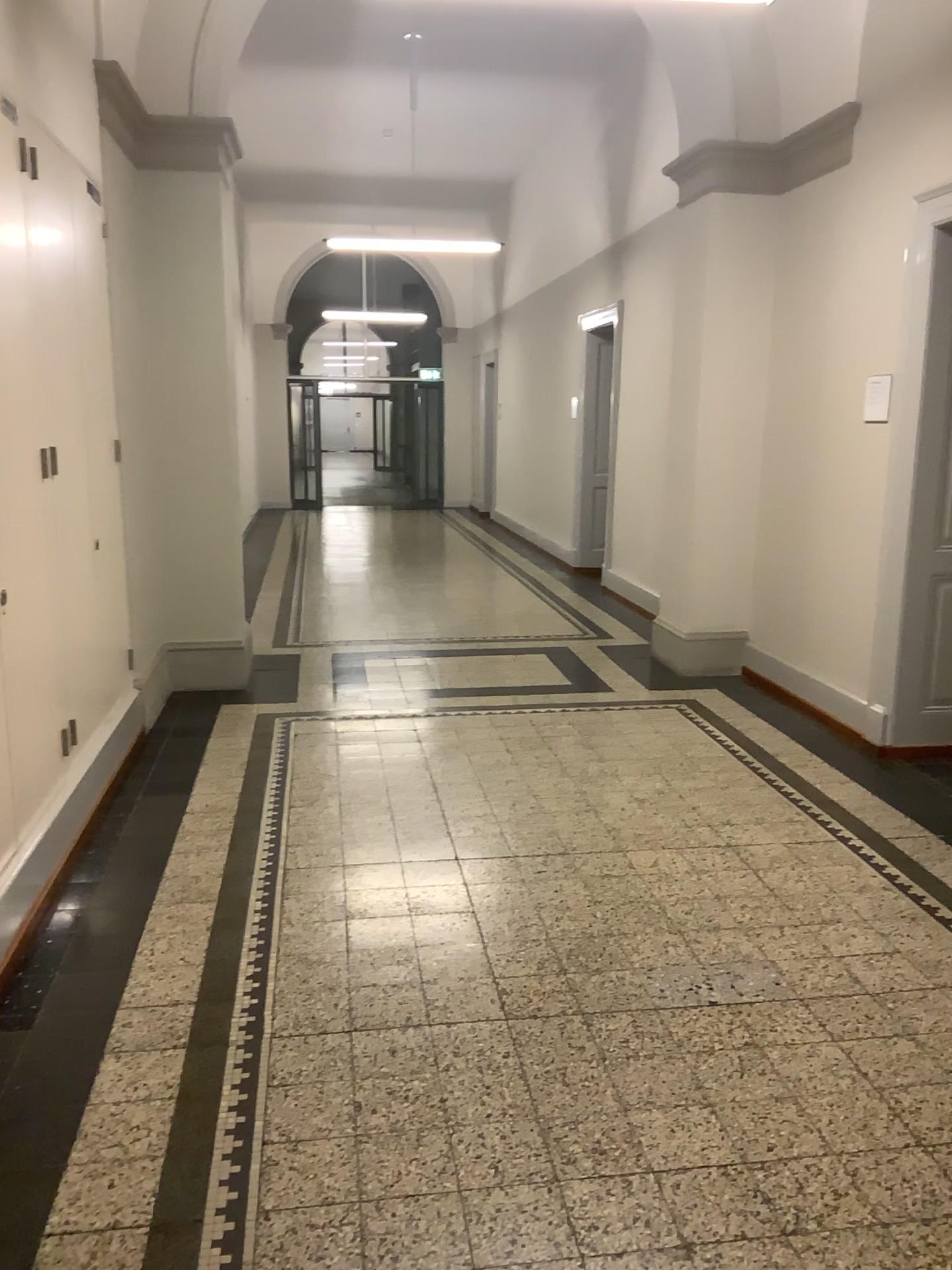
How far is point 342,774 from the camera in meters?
4.5
